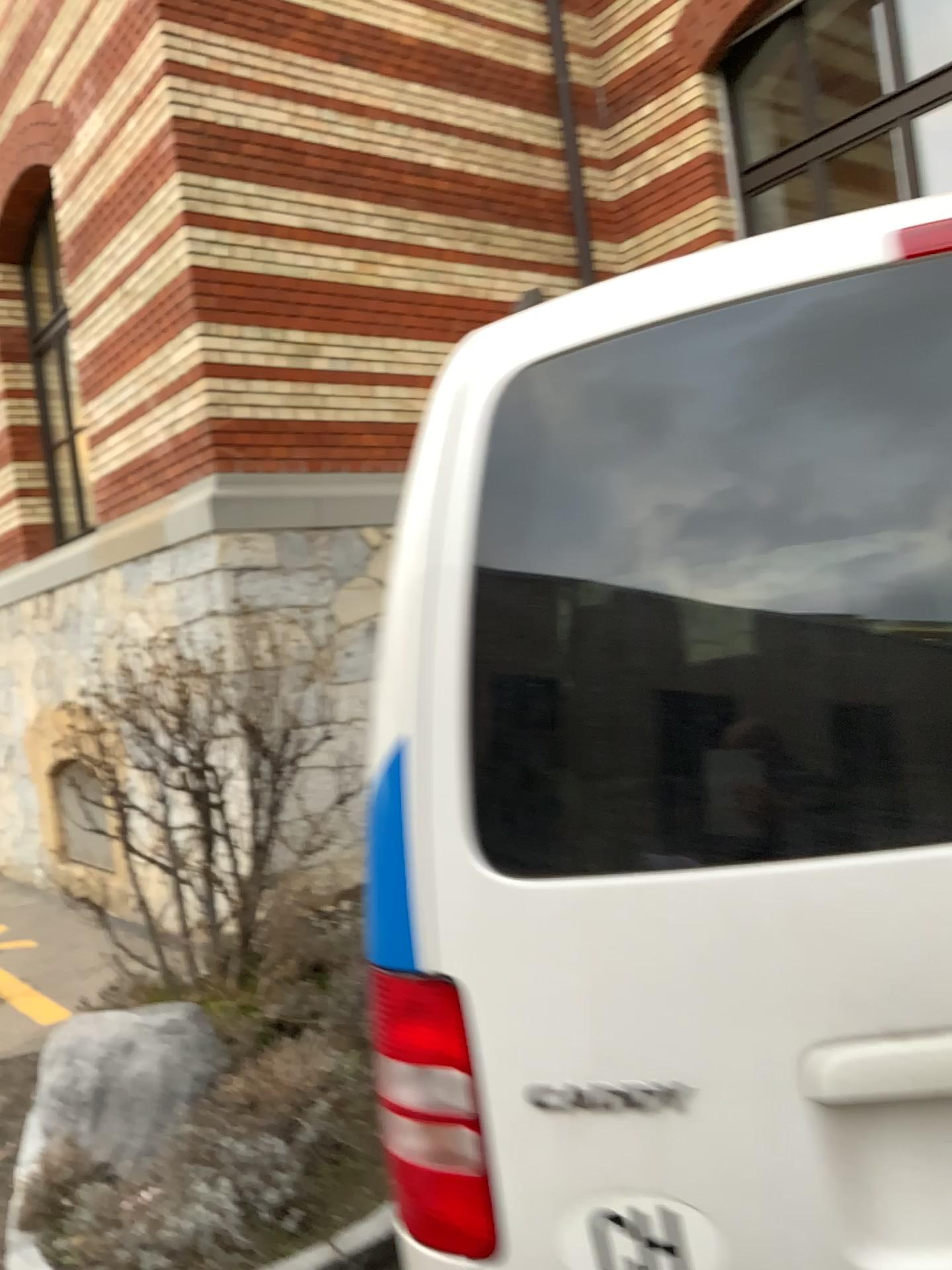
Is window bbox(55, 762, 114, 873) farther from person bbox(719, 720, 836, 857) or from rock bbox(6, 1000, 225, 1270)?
person bbox(719, 720, 836, 857)

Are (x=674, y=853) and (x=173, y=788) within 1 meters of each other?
no

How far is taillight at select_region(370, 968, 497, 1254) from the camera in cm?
112

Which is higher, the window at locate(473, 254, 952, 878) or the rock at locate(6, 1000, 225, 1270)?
the window at locate(473, 254, 952, 878)

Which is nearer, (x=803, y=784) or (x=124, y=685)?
(x=803, y=784)

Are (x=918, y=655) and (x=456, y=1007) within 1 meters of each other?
yes

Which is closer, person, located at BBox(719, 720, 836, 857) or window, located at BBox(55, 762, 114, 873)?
person, located at BBox(719, 720, 836, 857)

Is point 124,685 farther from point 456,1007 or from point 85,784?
point 456,1007

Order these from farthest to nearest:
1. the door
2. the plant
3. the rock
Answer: the plant < the rock < the door

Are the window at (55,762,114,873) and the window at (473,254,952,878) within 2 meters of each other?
no
